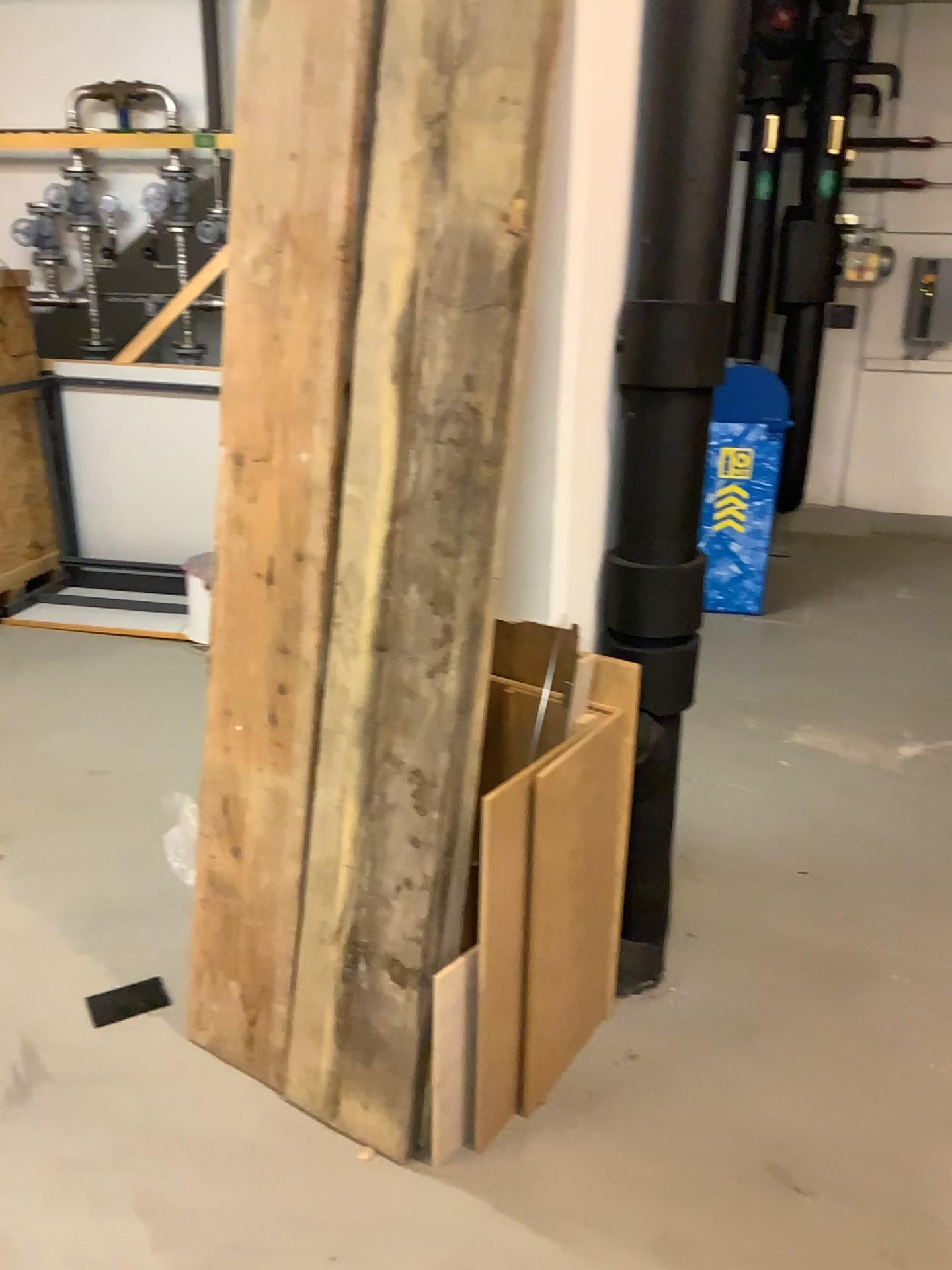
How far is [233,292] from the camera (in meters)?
1.81

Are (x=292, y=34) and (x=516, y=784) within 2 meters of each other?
yes

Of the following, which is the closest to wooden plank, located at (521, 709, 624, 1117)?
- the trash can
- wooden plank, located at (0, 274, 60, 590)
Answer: the trash can

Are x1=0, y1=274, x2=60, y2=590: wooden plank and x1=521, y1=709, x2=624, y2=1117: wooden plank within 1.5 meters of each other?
no

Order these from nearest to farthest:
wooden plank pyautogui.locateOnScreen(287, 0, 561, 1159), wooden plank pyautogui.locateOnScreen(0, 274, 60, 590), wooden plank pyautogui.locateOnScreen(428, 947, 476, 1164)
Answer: wooden plank pyautogui.locateOnScreen(287, 0, 561, 1159), wooden plank pyautogui.locateOnScreen(428, 947, 476, 1164), wooden plank pyautogui.locateOnScreen(0, 274, 60, 590)

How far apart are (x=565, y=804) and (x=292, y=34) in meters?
1.3

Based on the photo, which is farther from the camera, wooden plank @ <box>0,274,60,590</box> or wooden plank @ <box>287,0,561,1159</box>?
wooden plank @ <box>0,274,60,590</box>

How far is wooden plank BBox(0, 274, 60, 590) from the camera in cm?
446

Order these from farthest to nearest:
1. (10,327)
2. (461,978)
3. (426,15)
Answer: (10,327)
(461,978)
(426,15)

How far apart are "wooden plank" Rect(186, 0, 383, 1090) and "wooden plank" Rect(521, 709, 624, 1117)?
0.41m
